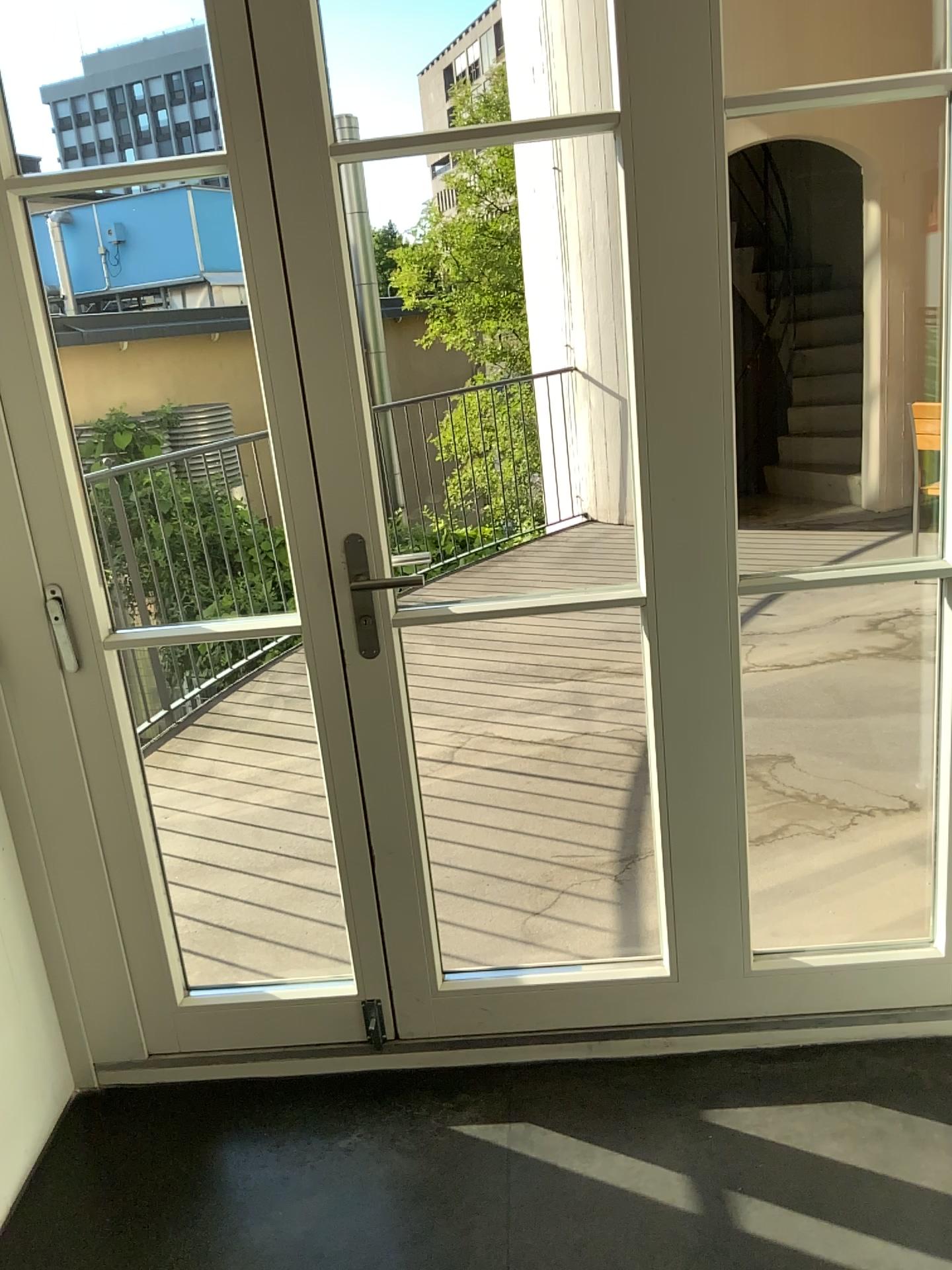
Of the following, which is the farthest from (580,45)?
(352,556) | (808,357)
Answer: (808,357)

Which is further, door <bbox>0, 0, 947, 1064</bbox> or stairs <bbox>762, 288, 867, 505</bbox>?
stairs <bbox>762, 288, 867, 505</bbox>

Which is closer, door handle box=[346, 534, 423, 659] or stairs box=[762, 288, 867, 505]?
door handle box=[346, 534, 423, 659]

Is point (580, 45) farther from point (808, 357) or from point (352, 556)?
point (808, 357)

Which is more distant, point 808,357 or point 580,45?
point 808,357

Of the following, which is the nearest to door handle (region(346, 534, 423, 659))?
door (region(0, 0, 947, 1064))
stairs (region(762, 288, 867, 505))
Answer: door (region(0, 0, 947, 1064))

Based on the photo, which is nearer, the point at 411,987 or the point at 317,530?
the point at 317,530

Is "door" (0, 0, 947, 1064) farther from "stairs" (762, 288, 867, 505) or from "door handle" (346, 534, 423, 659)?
"stairs" (762, 288, 867, 505)
